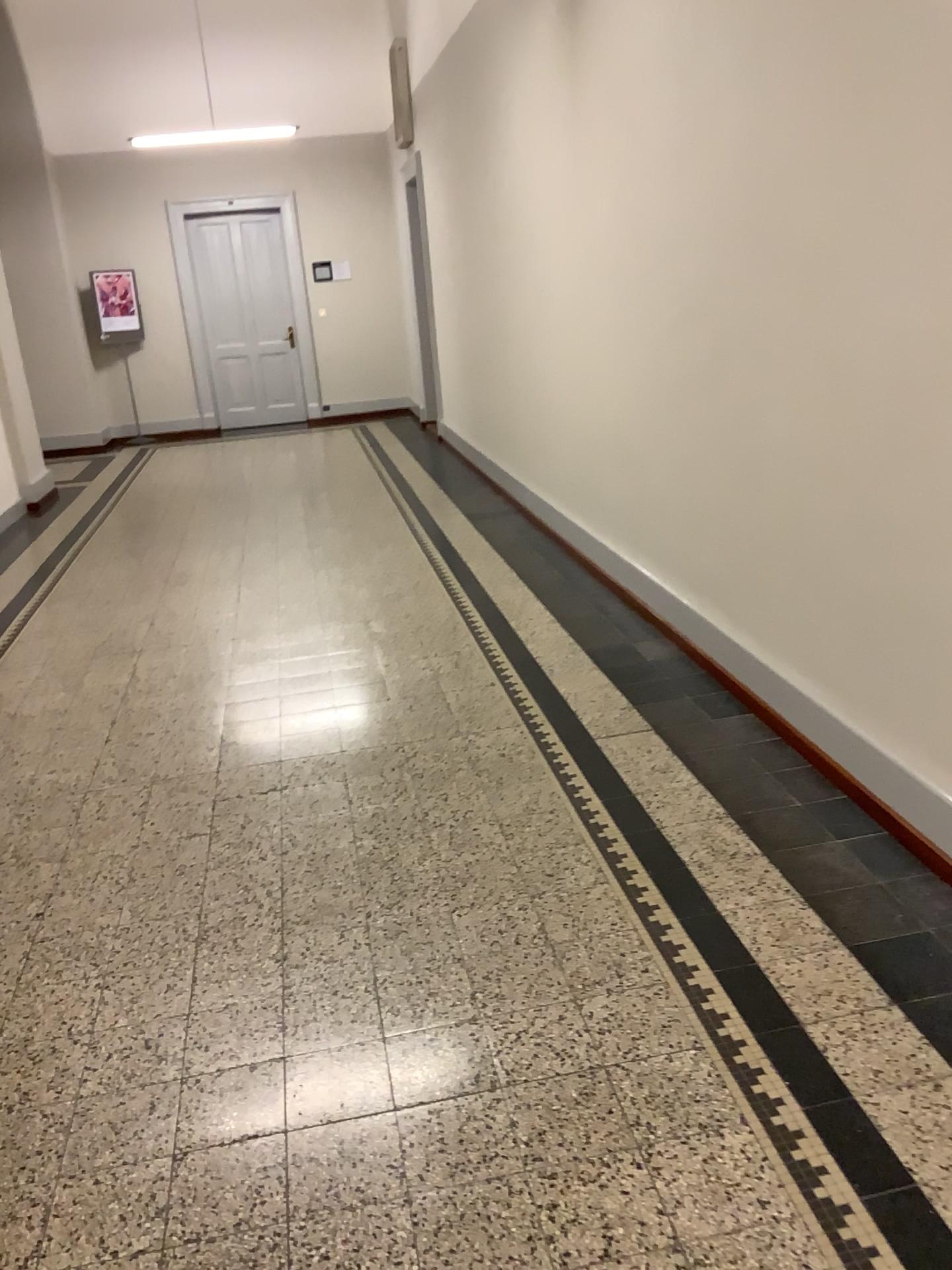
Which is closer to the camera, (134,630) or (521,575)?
(134,630)
